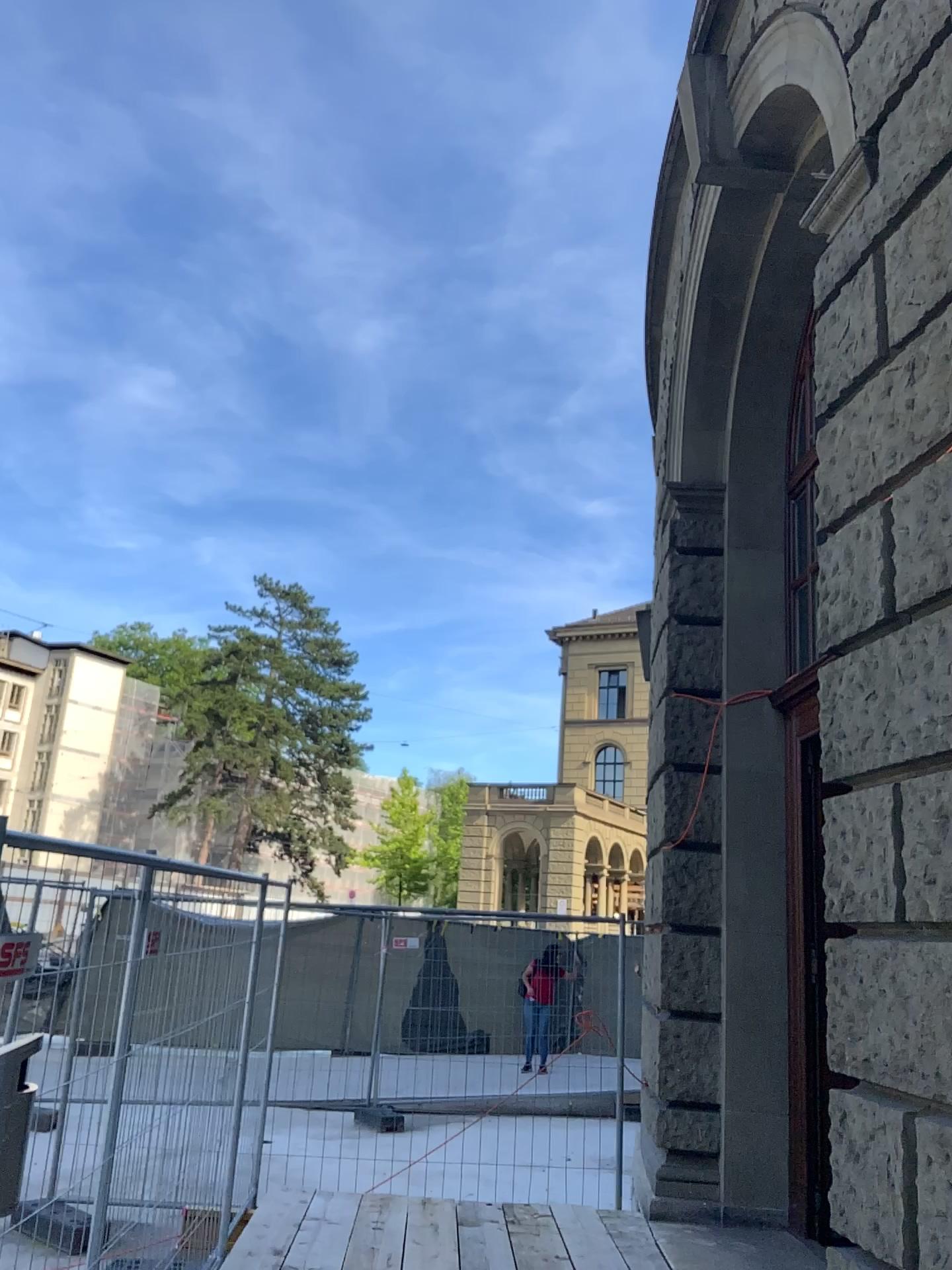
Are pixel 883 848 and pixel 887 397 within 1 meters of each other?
no
